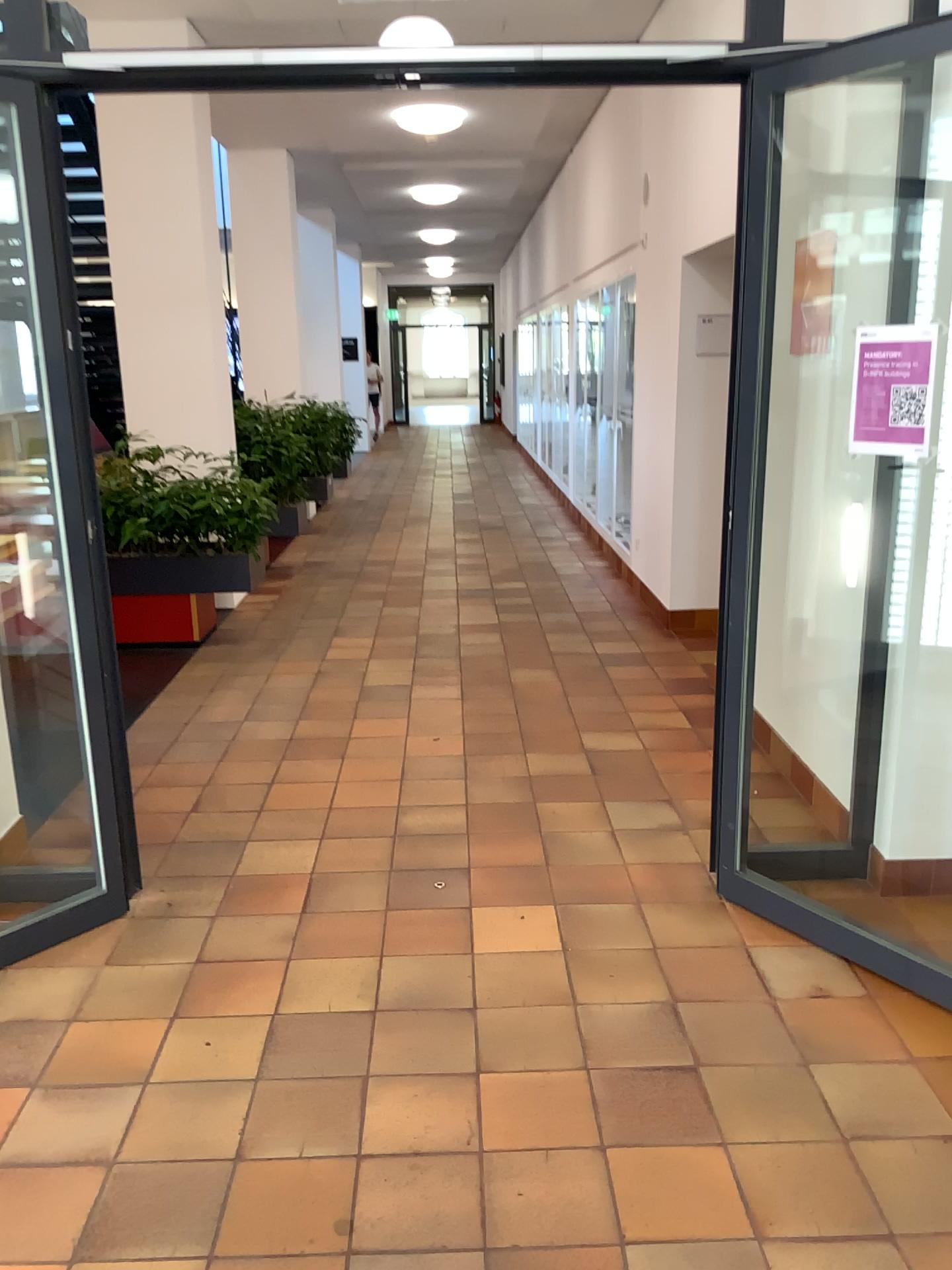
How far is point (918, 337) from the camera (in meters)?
2.44

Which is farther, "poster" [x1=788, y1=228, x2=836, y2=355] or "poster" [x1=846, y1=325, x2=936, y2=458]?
"poster" [x1=788, y1=228, x2=836, y2=355]

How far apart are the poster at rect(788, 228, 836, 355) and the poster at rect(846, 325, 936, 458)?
1.3 meters

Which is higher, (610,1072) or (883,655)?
(883,655)

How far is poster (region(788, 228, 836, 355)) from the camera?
3.71m

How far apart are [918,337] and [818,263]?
1.4m

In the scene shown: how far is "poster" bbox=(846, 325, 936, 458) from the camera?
2.4 meters

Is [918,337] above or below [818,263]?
below
